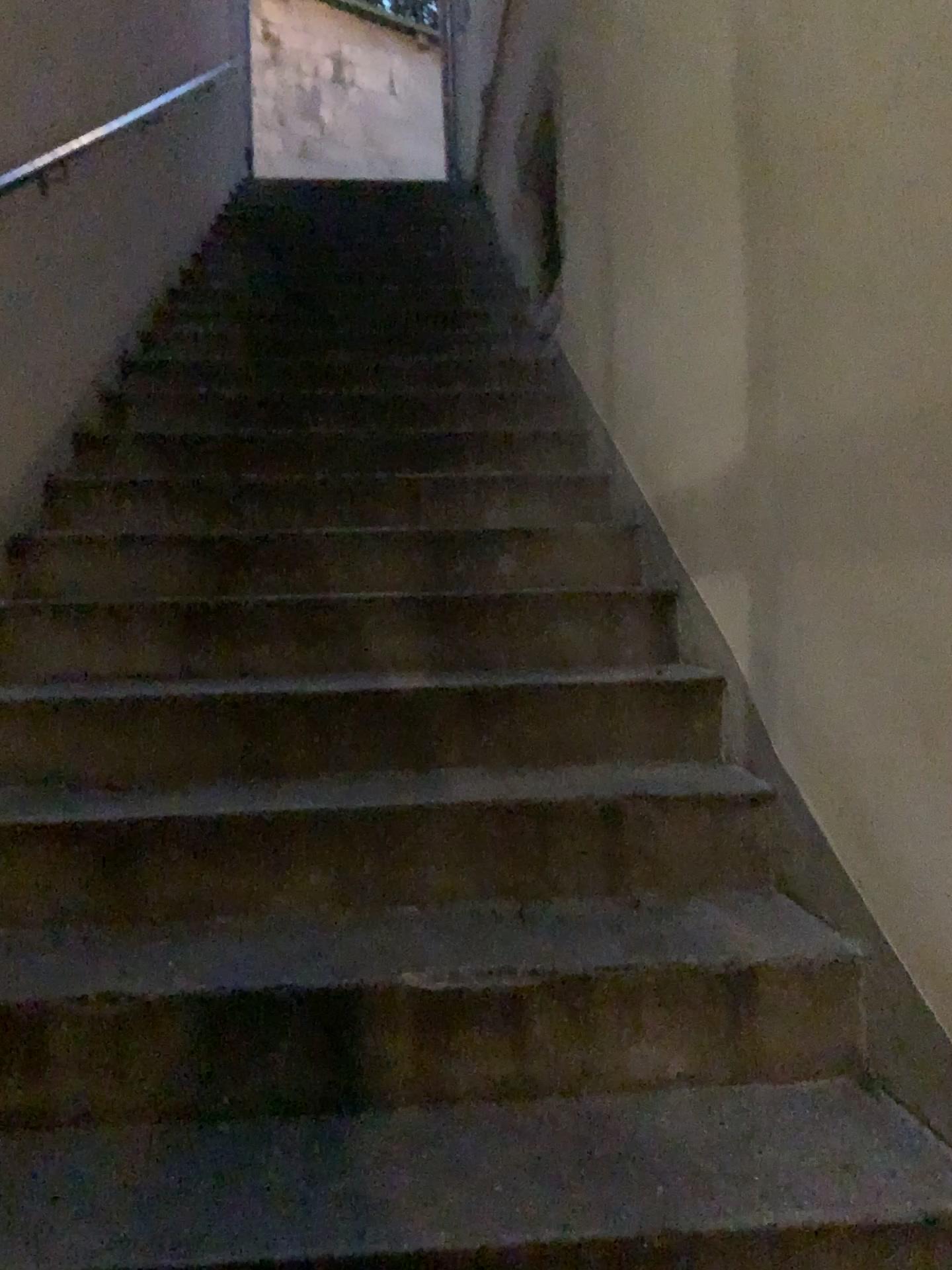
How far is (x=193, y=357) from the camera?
4.23m
